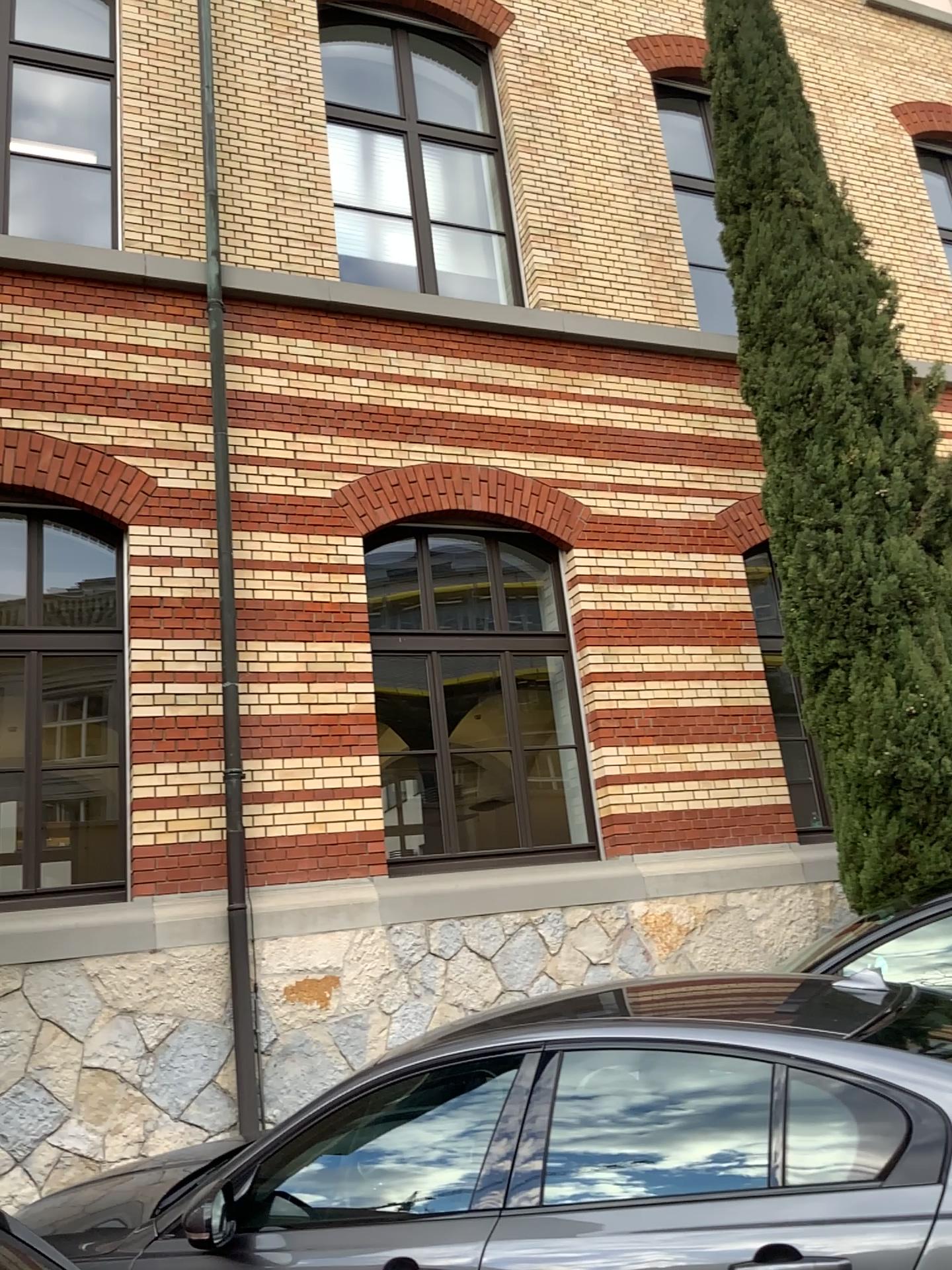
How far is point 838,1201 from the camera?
2.4 meters
